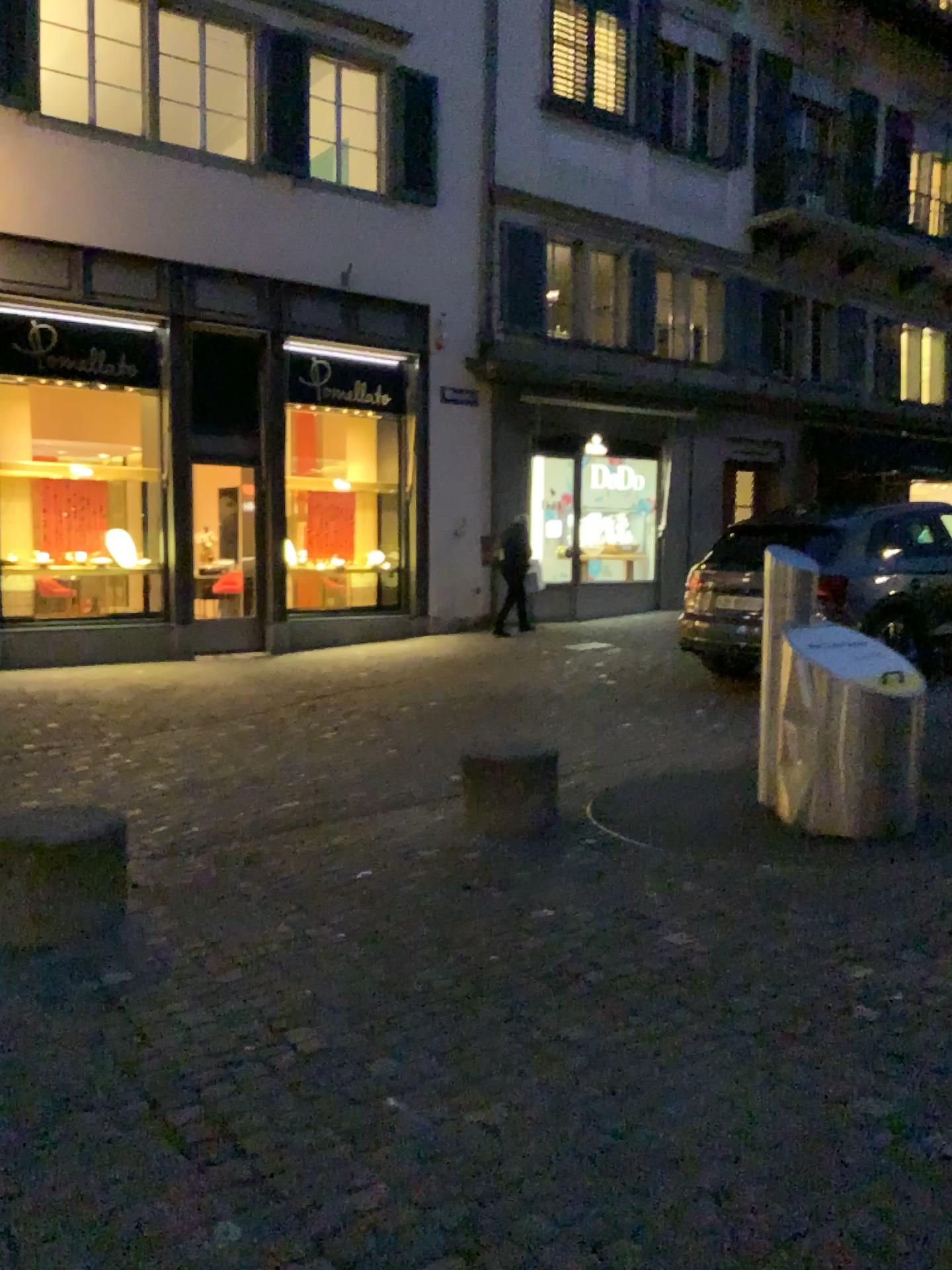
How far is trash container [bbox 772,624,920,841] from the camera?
4.7m

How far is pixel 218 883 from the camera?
4.41m

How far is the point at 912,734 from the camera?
4.75m
